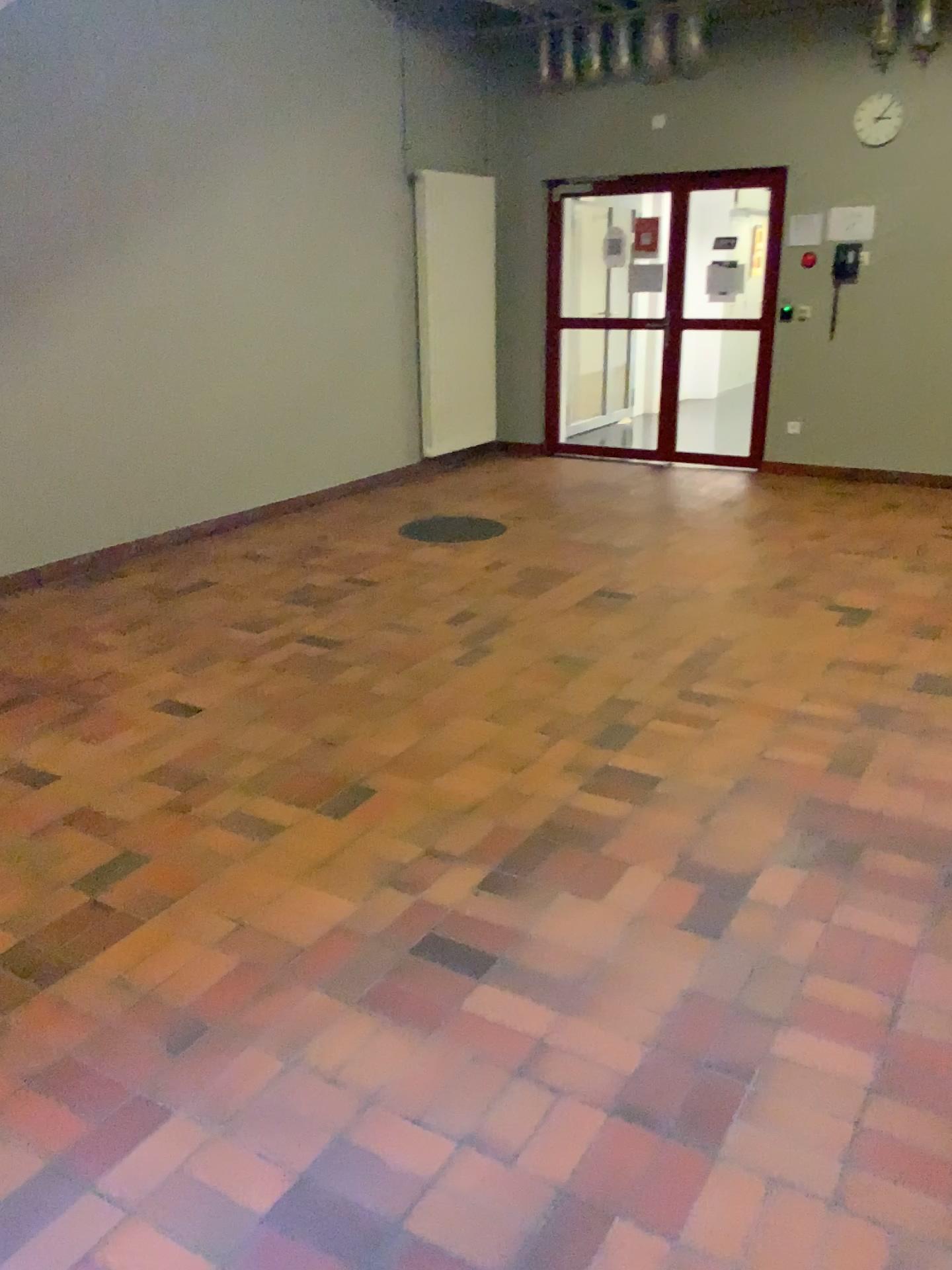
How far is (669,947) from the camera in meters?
2.5
